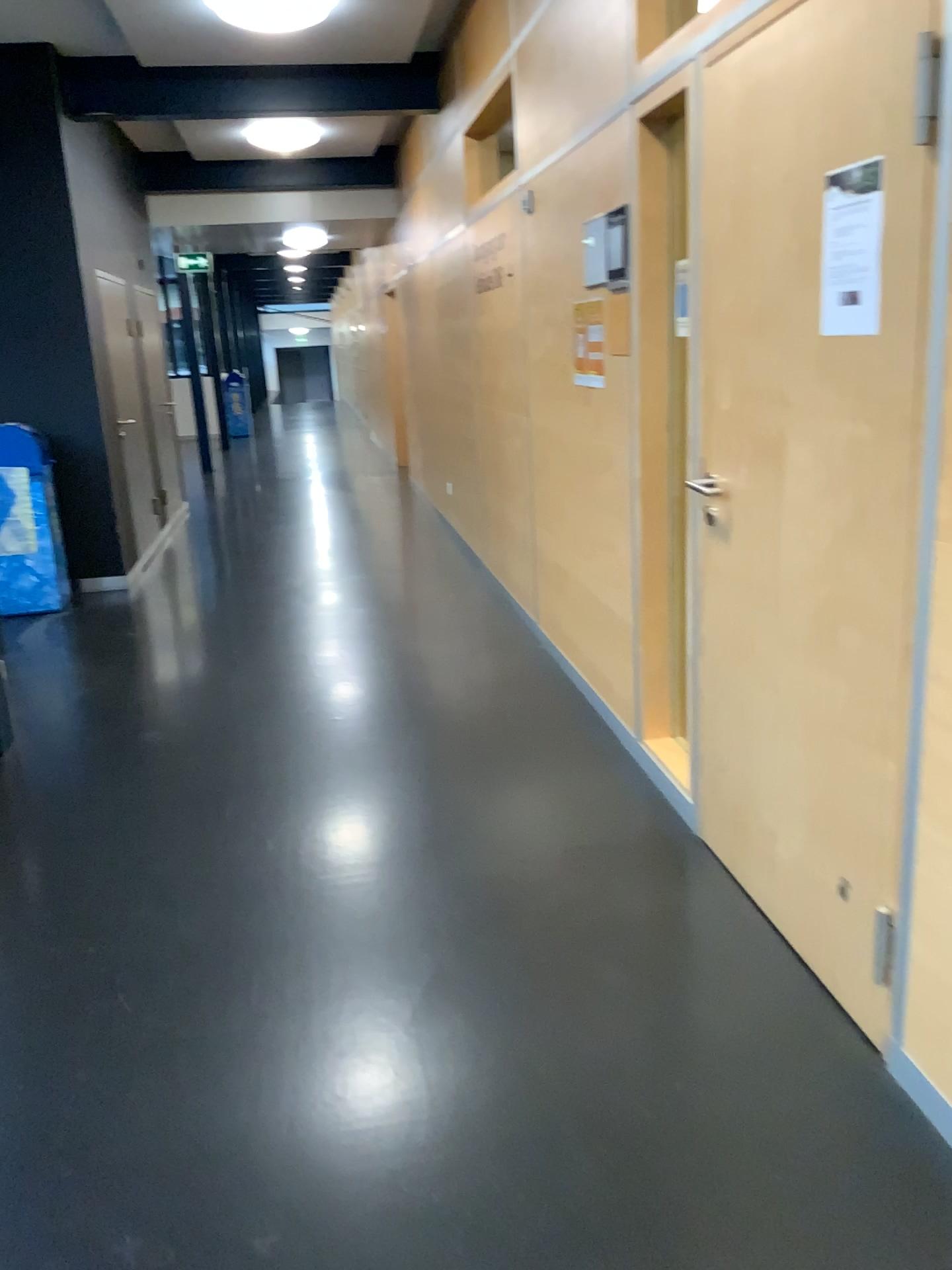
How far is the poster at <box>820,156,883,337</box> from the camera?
1.85m

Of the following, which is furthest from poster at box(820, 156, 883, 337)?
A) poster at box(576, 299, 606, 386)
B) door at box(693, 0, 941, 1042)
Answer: poster at box(576, 299, 606, 386)

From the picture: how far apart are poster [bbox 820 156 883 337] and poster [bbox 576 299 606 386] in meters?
1.7

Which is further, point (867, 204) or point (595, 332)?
point (595, 332)

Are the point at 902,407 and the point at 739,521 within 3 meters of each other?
yes

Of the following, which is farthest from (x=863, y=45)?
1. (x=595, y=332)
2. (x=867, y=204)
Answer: (x=595, y=332)

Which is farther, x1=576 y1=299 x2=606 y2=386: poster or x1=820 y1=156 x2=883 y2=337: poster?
x1=576 y1=299 x2=606 y2=386: poster

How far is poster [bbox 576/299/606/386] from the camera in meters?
3.6 m

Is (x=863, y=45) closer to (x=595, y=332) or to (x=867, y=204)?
(x=867, y=204)

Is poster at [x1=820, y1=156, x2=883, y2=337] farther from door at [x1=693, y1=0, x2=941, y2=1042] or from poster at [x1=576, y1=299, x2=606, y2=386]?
poster at [x1=576, y1=299, x2=606, y2=386]
